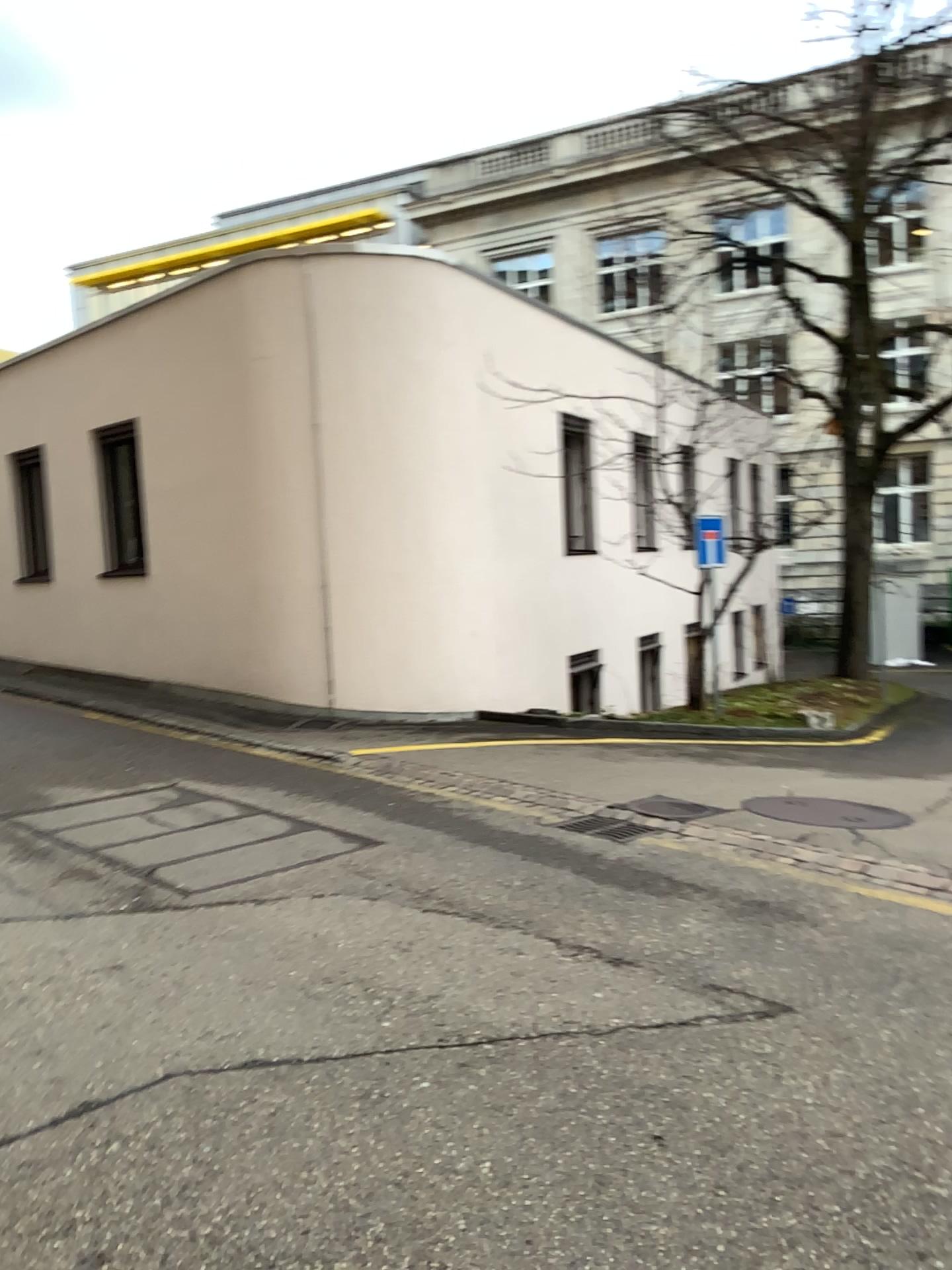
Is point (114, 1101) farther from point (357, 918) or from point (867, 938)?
point (867, 938)
